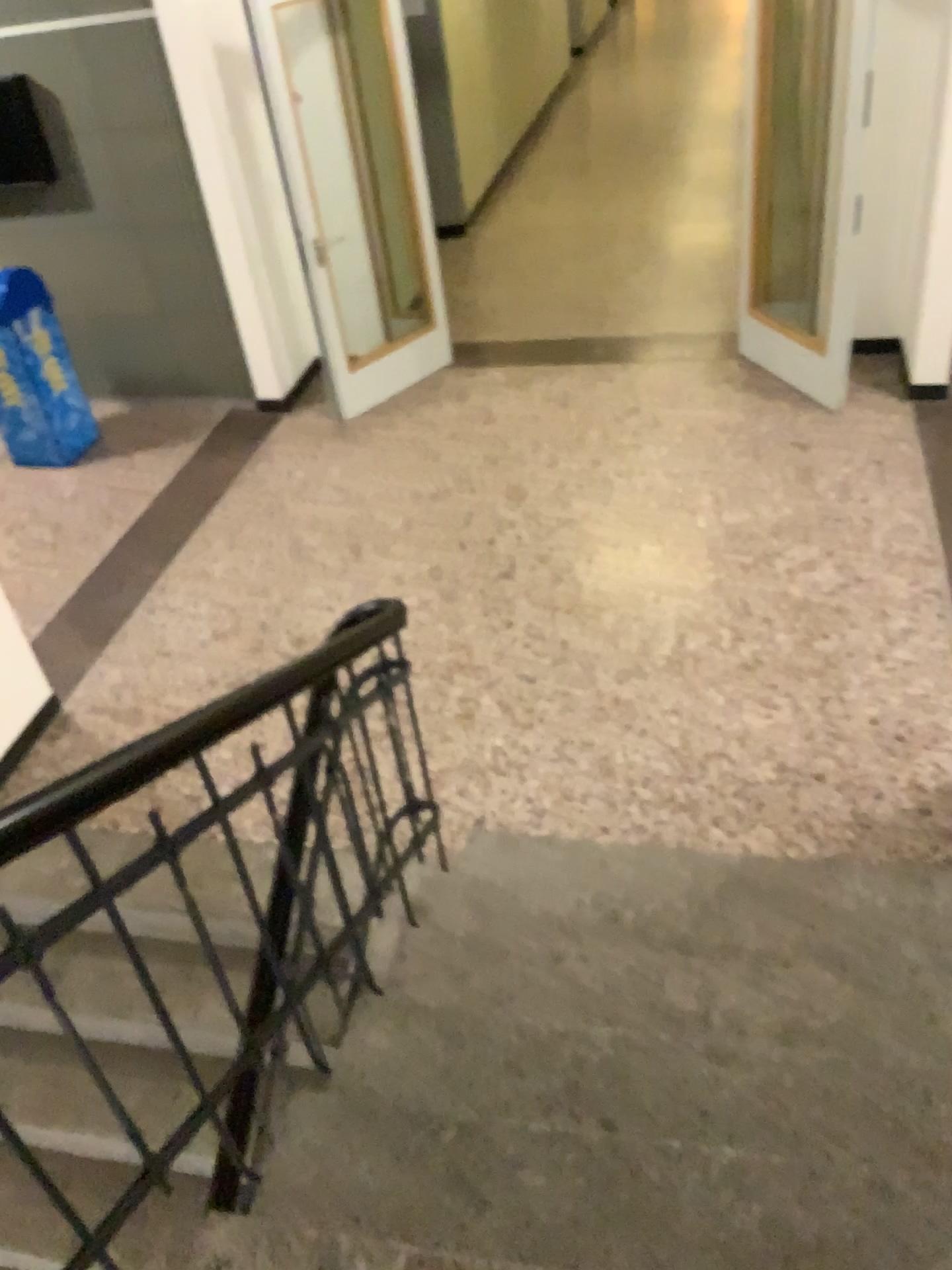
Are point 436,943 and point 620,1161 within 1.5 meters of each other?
yes
